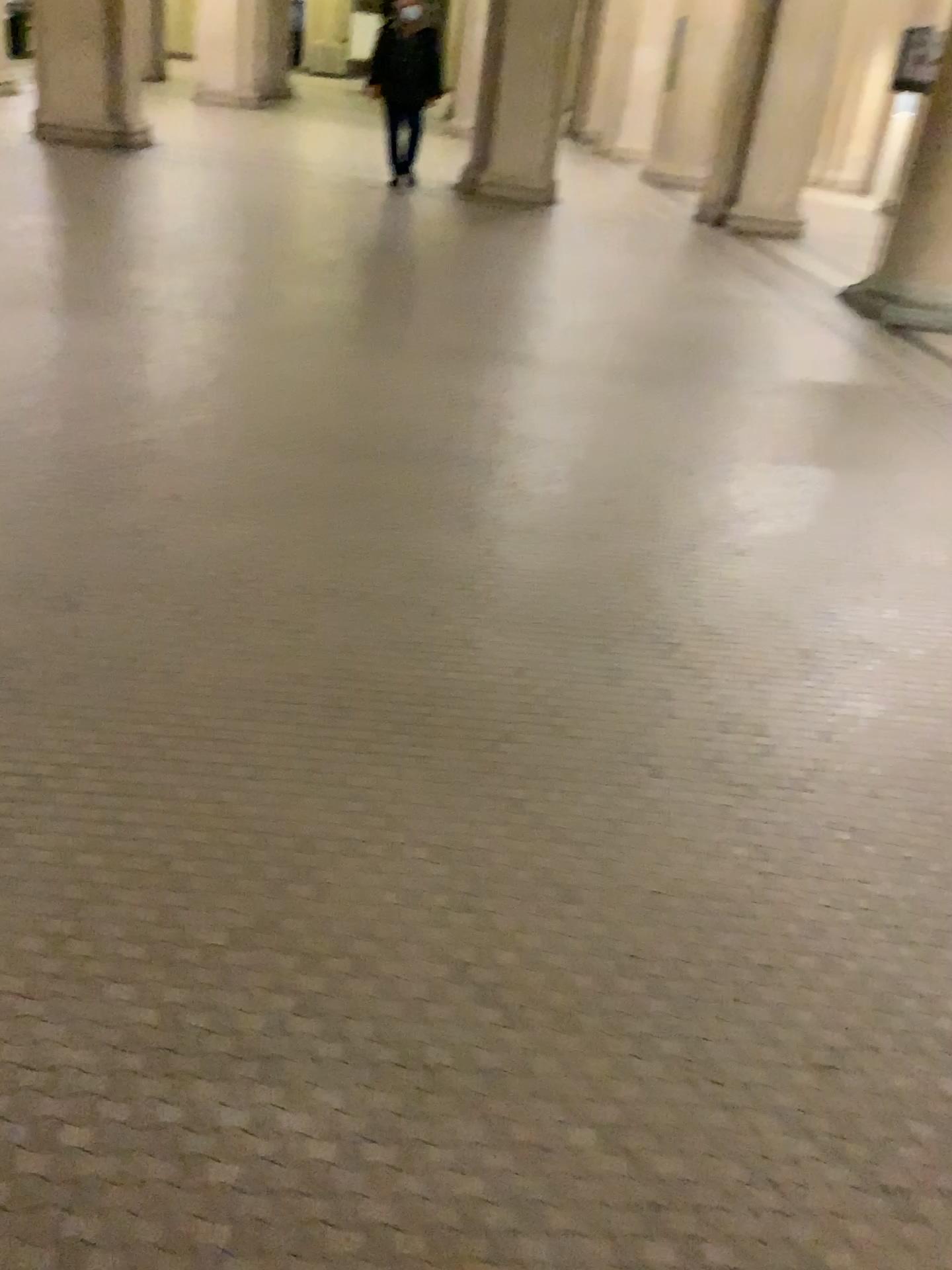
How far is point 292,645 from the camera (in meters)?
2.47
